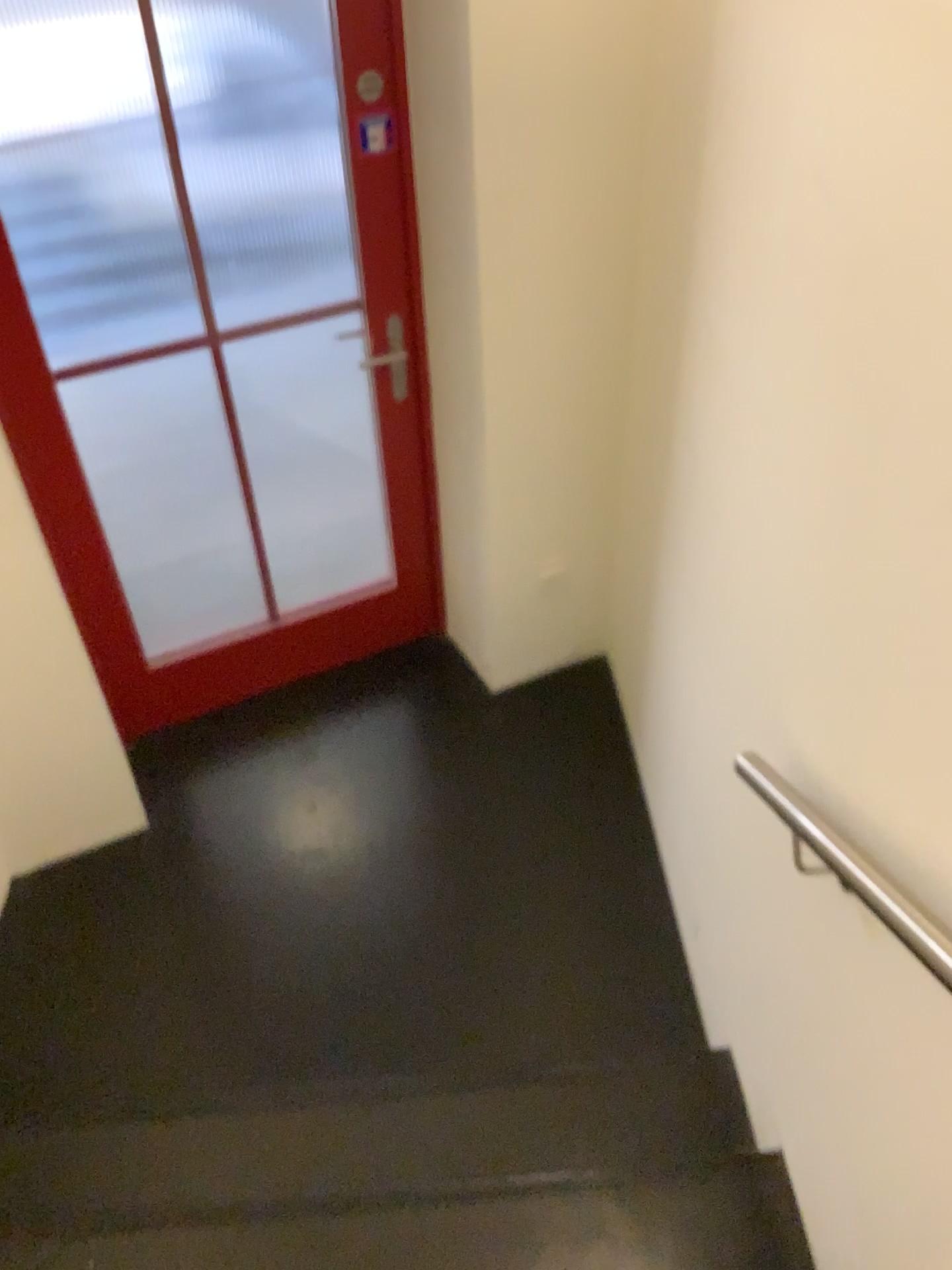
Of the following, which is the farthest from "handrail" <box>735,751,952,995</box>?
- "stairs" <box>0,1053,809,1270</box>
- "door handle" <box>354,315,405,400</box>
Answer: "door handle" <box>354,315,405,400</box>

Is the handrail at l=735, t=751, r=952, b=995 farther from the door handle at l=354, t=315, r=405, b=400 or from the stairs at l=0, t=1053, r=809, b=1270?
the door handle at l=354, t=315, r=405, b=400

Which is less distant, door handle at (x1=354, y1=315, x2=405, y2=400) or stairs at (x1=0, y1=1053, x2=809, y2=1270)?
stairs at (x1=0, y1=1053, x2=809, y2=1270)

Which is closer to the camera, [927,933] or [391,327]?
[927,933]

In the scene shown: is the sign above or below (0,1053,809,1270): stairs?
above

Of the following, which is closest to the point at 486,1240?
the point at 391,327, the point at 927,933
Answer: the point at 927,933

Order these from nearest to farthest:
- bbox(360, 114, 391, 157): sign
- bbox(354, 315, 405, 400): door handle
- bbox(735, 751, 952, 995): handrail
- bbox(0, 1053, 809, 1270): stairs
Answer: bbox(735, 751, 952, 995): handrail
bbox(0, 1053, 809, 1270): stairs
bbox(360, 114, 391, 157): sign
bbox(354, 315, 405, 400): door handle

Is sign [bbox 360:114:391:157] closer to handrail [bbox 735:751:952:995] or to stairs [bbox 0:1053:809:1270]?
handrail [bbox 735:751:952:995]

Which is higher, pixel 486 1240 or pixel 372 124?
pixel 372 124

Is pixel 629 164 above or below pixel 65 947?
above
